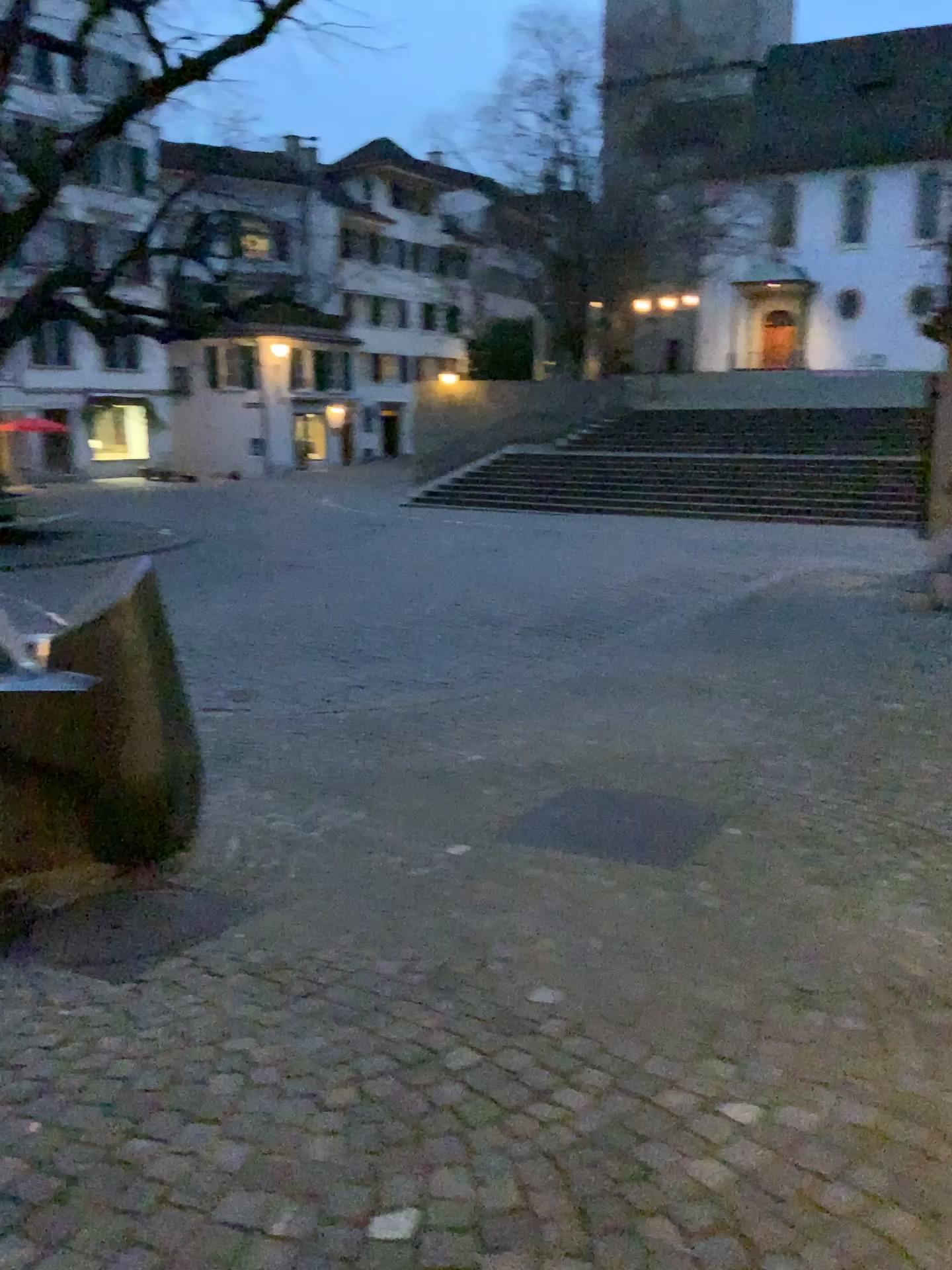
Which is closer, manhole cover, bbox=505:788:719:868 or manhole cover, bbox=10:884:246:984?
manhole cover, bbox=10:884:246:984

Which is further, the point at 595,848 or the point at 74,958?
the point at 595,848

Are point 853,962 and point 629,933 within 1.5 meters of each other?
yes
